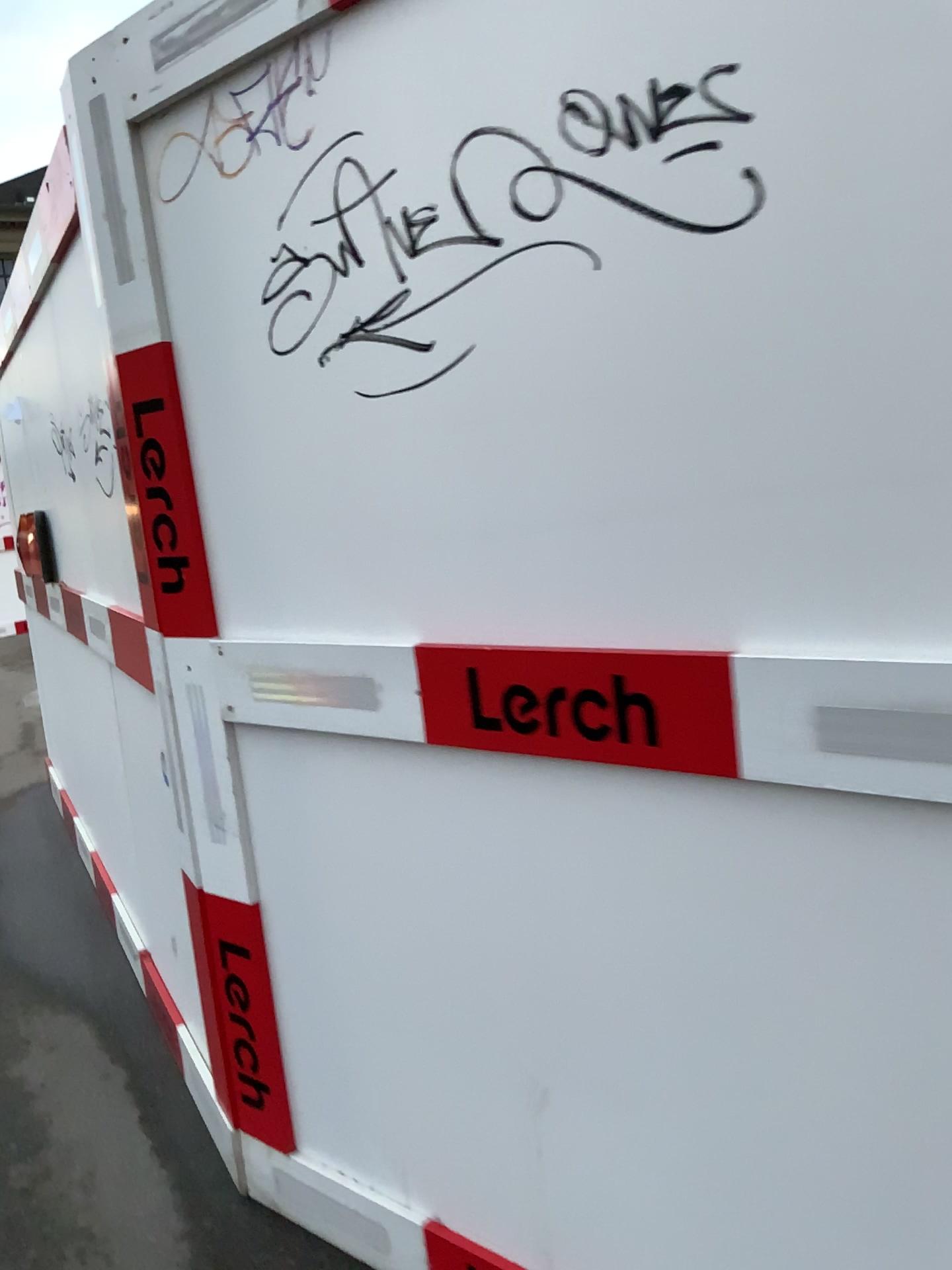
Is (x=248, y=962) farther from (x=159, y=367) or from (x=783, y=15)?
(x=783, y=15)

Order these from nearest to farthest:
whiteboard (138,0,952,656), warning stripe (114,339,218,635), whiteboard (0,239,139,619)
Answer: whiteboard (138,0,952,656) < warning stripe (114,339,218,635) < whiteboard (0,239,139,619)

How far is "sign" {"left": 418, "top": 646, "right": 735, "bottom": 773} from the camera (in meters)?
1.23

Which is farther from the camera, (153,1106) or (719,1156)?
(153,1106)

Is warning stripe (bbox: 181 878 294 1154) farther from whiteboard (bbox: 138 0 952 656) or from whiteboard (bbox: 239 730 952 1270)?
whiteboard (bbox: 138 0 952 656)

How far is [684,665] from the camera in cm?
123

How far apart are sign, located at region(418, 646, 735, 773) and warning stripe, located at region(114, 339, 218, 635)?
0.51m

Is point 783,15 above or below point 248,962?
above

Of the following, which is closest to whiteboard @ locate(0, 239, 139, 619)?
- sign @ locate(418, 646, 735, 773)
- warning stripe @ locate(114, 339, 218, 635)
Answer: warning stripe @ locate(114, 339, 218, 635)

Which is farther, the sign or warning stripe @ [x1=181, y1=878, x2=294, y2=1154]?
warning stripe @ [x1=181, y1=878, x2=294, y2=1154]
